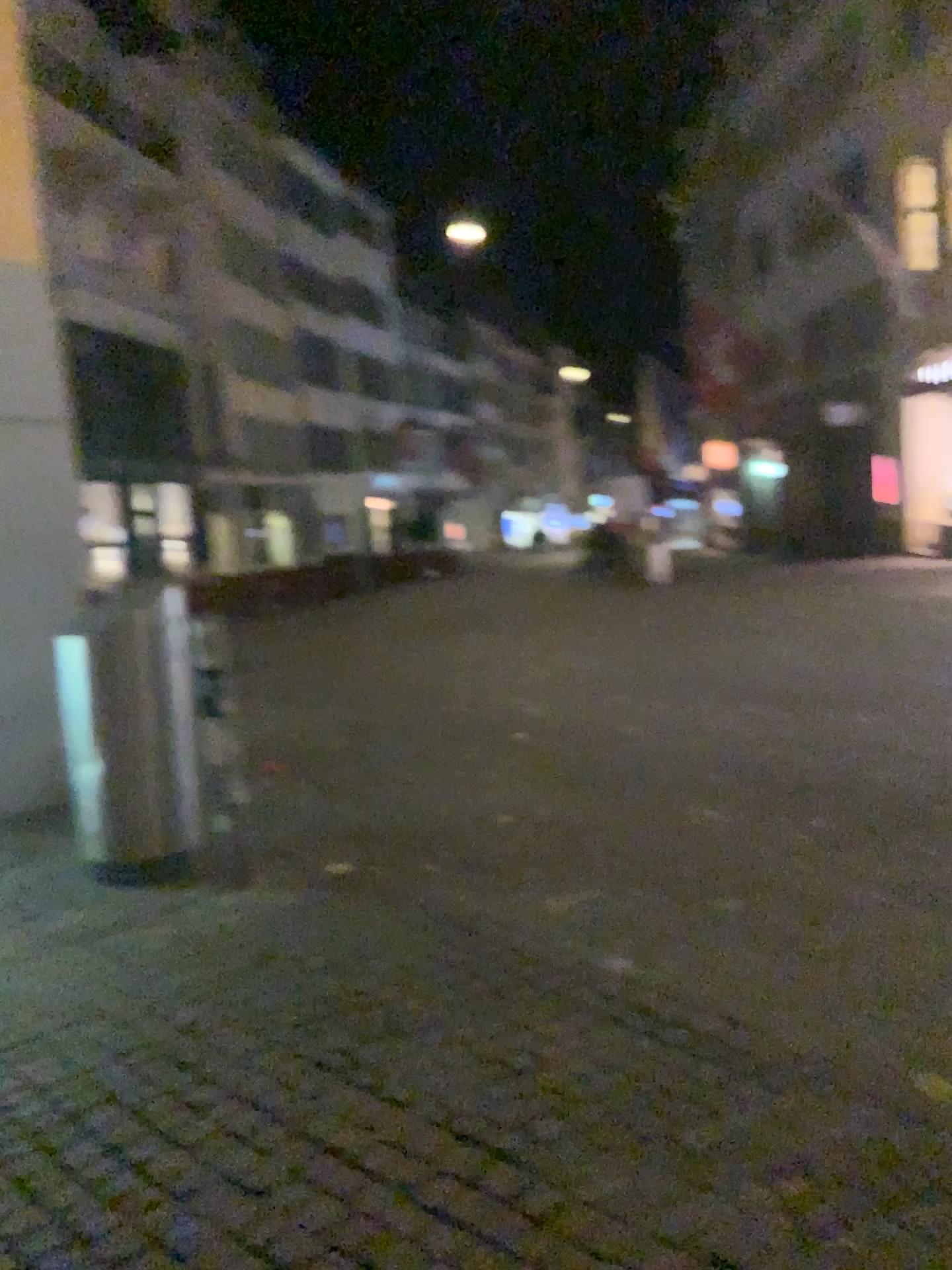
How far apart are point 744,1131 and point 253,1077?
1.30m
